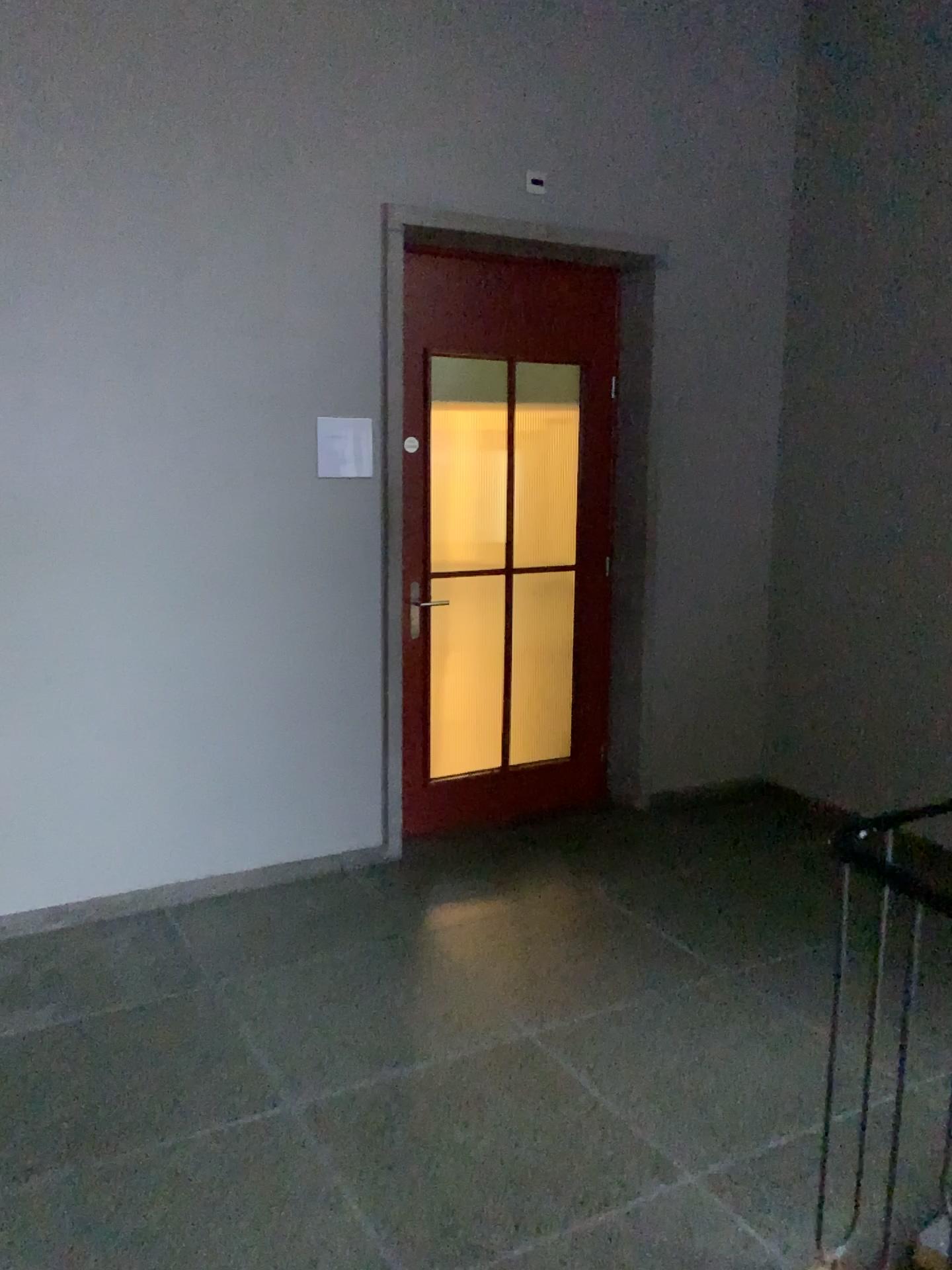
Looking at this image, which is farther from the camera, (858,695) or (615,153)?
(858,695)
